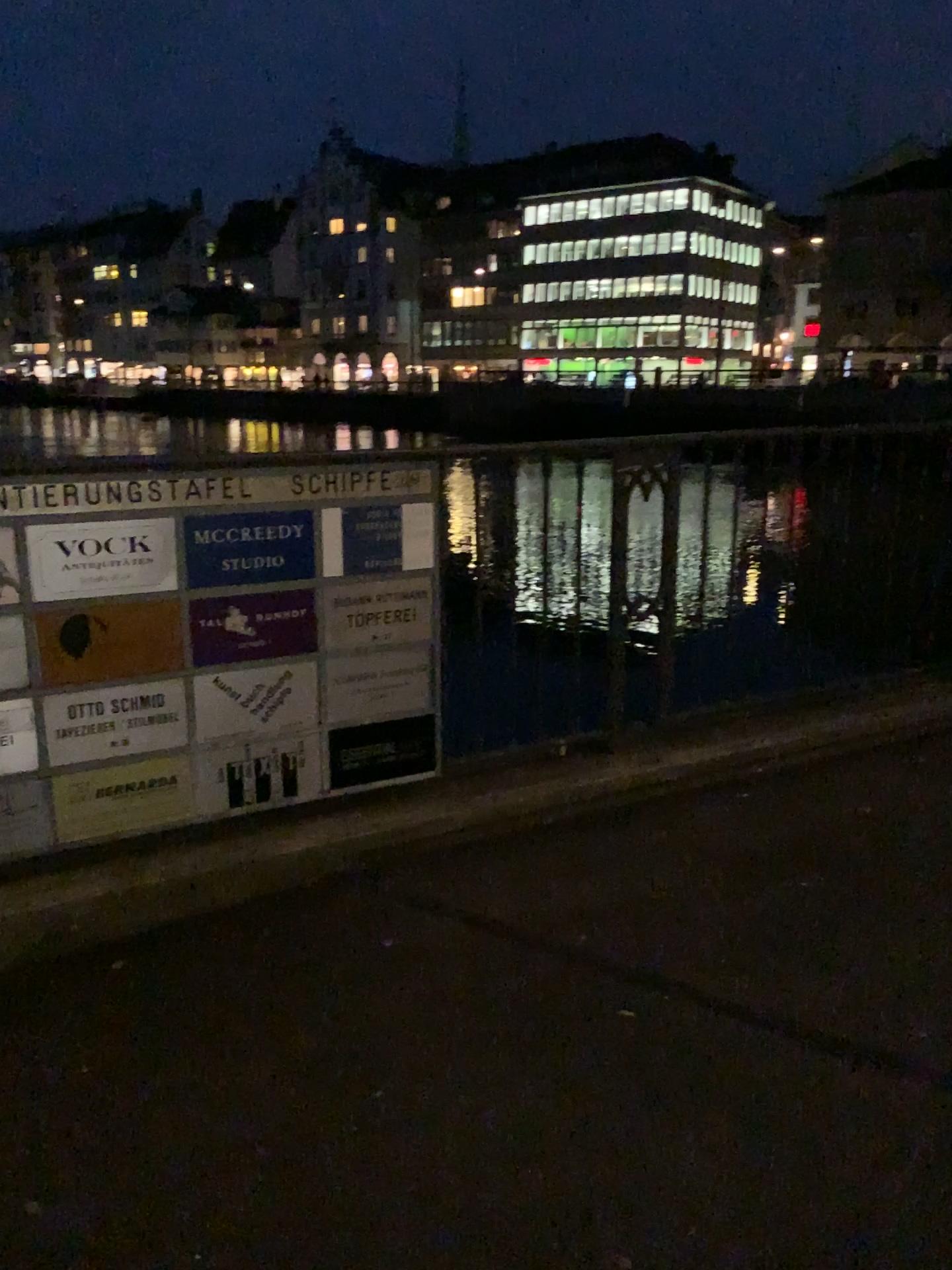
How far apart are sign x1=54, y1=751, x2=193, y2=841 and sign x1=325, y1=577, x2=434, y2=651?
0.5m

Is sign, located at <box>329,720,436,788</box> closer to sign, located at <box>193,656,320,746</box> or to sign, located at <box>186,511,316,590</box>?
sign, located at <box>193,656,320,746</box>

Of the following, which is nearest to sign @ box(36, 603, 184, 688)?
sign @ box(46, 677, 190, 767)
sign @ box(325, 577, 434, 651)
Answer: sign @ box(46, 677, 190, 767)

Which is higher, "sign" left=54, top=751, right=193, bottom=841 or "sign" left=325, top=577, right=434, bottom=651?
A: "sign" left=325, top=577, right=434, bottom=651

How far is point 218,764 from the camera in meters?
2.7 m

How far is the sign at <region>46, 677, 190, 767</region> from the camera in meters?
2.5

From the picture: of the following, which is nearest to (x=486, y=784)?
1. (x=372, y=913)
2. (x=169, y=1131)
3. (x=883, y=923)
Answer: (x=372, y=913)

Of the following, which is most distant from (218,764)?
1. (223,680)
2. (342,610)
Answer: (342,610)

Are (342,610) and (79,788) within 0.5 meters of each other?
no

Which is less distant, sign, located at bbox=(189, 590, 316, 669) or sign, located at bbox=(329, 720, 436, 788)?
sign, located at bbox=(189, 590, 316, 669)
